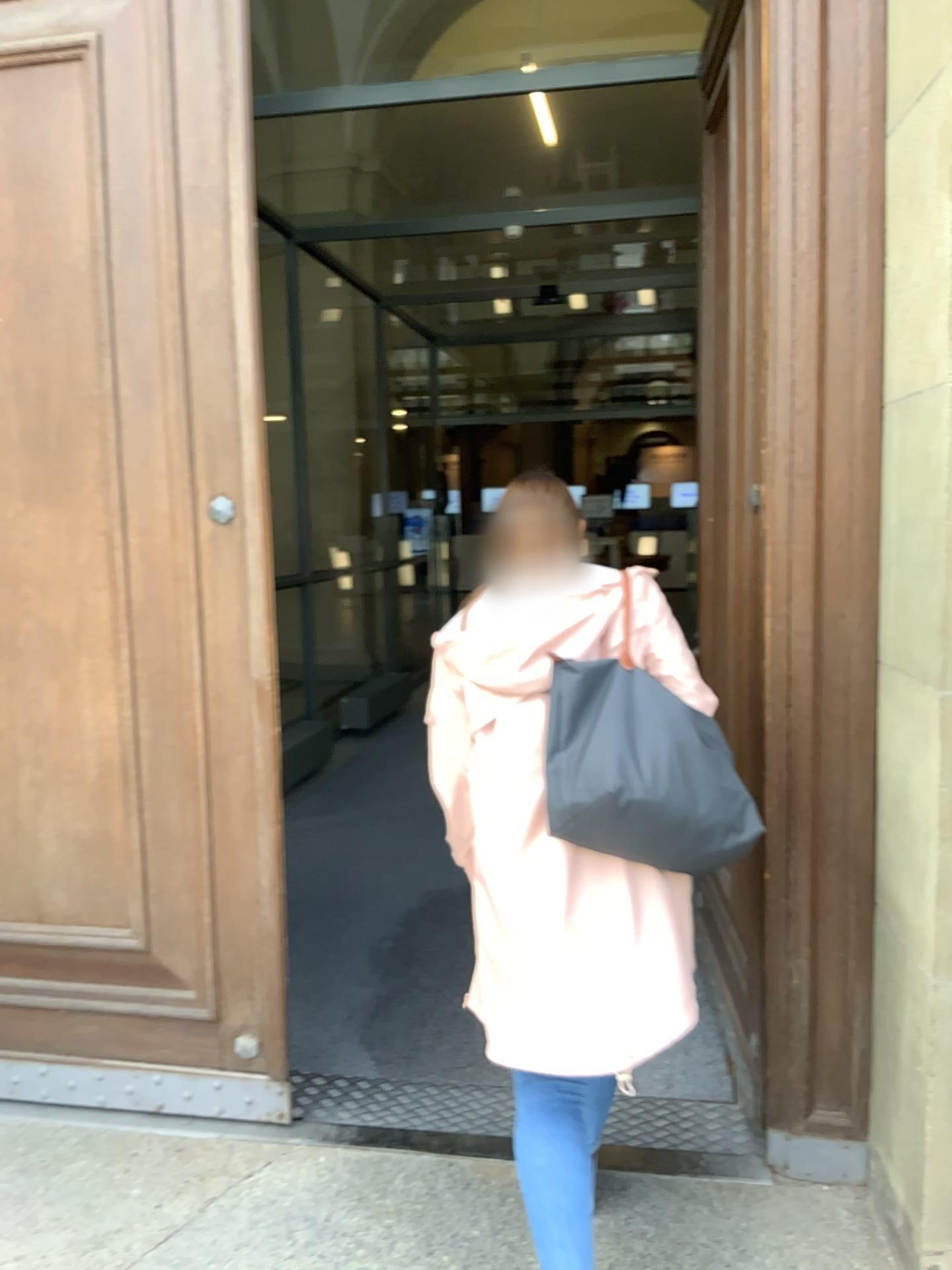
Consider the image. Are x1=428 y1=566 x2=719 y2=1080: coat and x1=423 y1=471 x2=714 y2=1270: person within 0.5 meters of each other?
yes

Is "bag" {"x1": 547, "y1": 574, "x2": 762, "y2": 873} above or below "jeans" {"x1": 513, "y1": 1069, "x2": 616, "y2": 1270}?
above

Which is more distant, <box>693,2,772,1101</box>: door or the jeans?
<box>693,2,772,1101</box>: door

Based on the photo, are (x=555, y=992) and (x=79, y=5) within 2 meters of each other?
Result: no

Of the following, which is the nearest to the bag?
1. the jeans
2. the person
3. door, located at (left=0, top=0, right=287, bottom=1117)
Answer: the person

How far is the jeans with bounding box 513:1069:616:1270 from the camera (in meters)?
1.70

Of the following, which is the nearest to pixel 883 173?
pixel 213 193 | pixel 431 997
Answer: pixel 213 193

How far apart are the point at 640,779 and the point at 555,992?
0.4 meters

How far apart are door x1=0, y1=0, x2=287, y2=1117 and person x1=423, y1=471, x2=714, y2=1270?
0.59m

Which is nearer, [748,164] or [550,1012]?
[550,1012]
